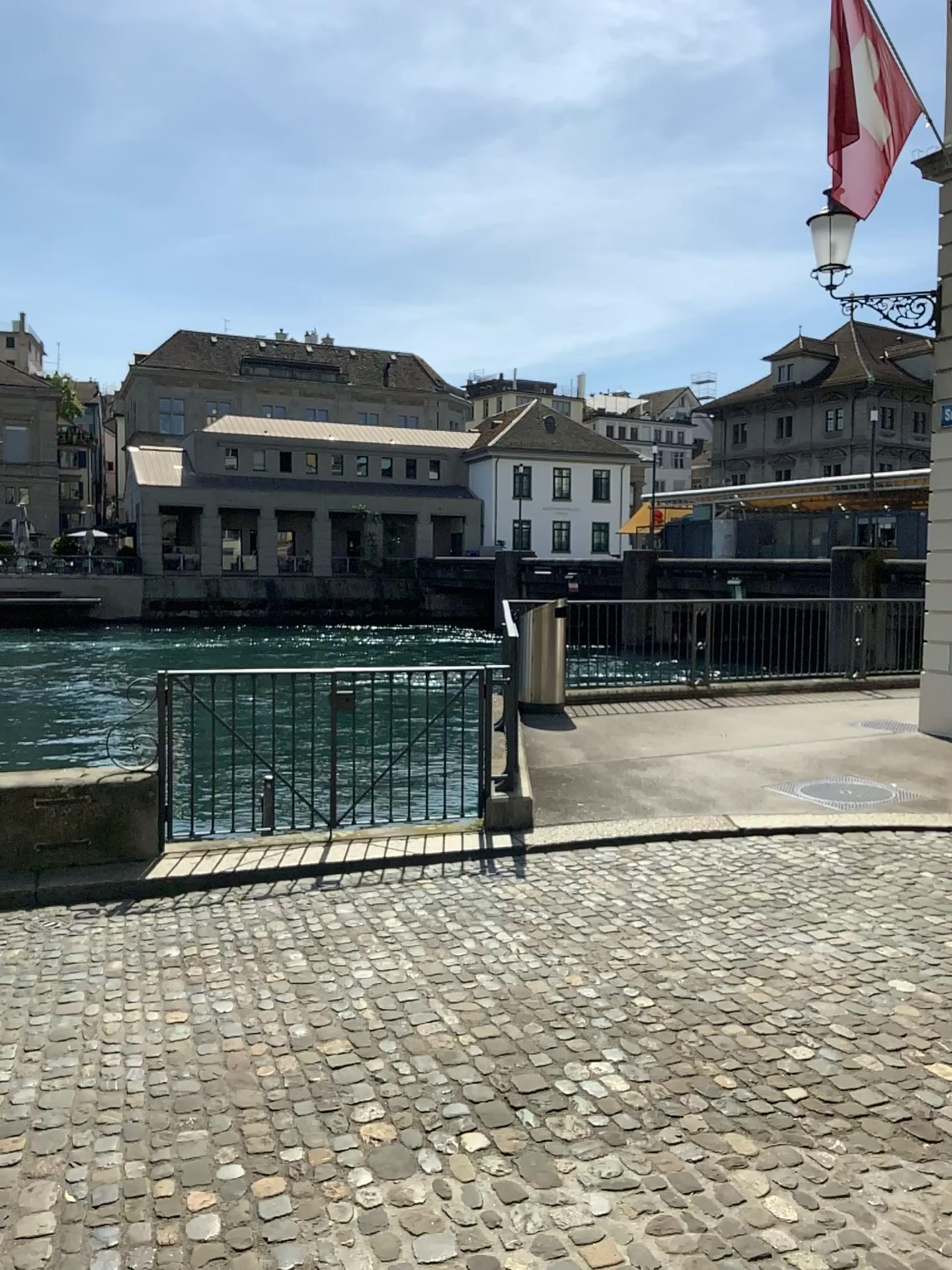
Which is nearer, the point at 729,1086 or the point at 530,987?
the point at 729,1086
